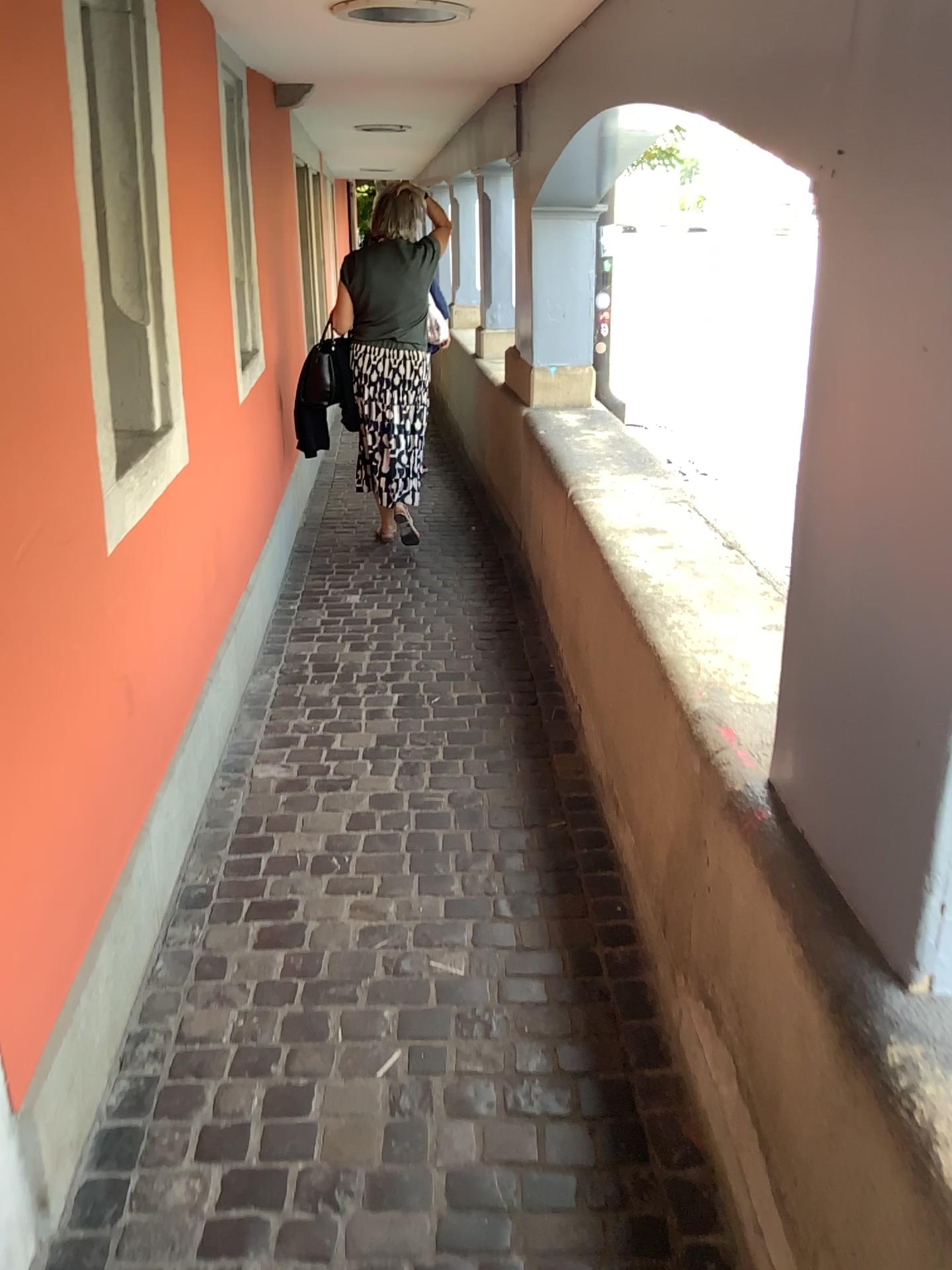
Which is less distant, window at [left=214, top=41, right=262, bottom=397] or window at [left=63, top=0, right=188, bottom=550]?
window at [left=63, top=0, right=188, bottom=550]

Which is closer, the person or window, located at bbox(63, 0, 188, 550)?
window, located at bbox(63, 0, 188, 550)

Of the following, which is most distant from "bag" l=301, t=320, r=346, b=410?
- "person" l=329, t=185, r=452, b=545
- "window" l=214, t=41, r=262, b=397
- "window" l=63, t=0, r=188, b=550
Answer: "window" l=63, t=0, r=188, b=550

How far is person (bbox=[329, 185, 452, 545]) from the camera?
4.7m

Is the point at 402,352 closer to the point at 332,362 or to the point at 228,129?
the point at 332,362

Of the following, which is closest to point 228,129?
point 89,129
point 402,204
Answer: point 402,204

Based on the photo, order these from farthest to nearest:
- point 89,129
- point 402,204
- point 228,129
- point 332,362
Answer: point 332,362, point 402,204, point 228,129, point 89,129

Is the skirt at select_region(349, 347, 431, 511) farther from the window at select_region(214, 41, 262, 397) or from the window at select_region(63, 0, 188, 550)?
the window at select_region(63, 0, 188, 550)

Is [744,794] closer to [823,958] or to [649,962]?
[823,958]

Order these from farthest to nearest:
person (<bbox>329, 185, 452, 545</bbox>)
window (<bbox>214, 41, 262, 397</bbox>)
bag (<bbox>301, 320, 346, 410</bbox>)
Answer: bag (<bbox>301, 320, 346, 410</bbox>), person (<bbox>329, 185, 452, 545</bbox>), window (<bbox>214, 41, 262, 397</bbox>)
